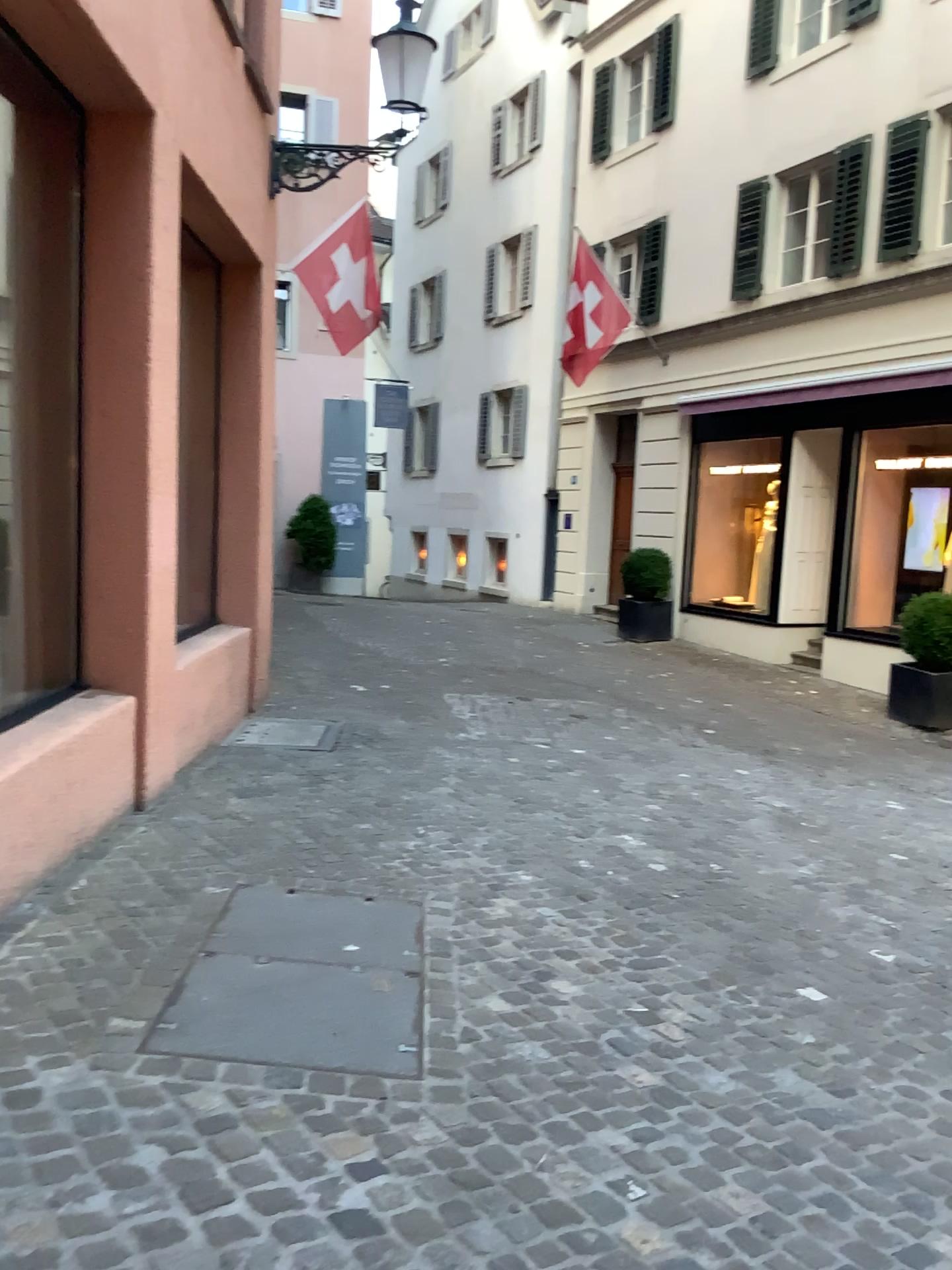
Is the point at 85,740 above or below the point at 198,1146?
above
